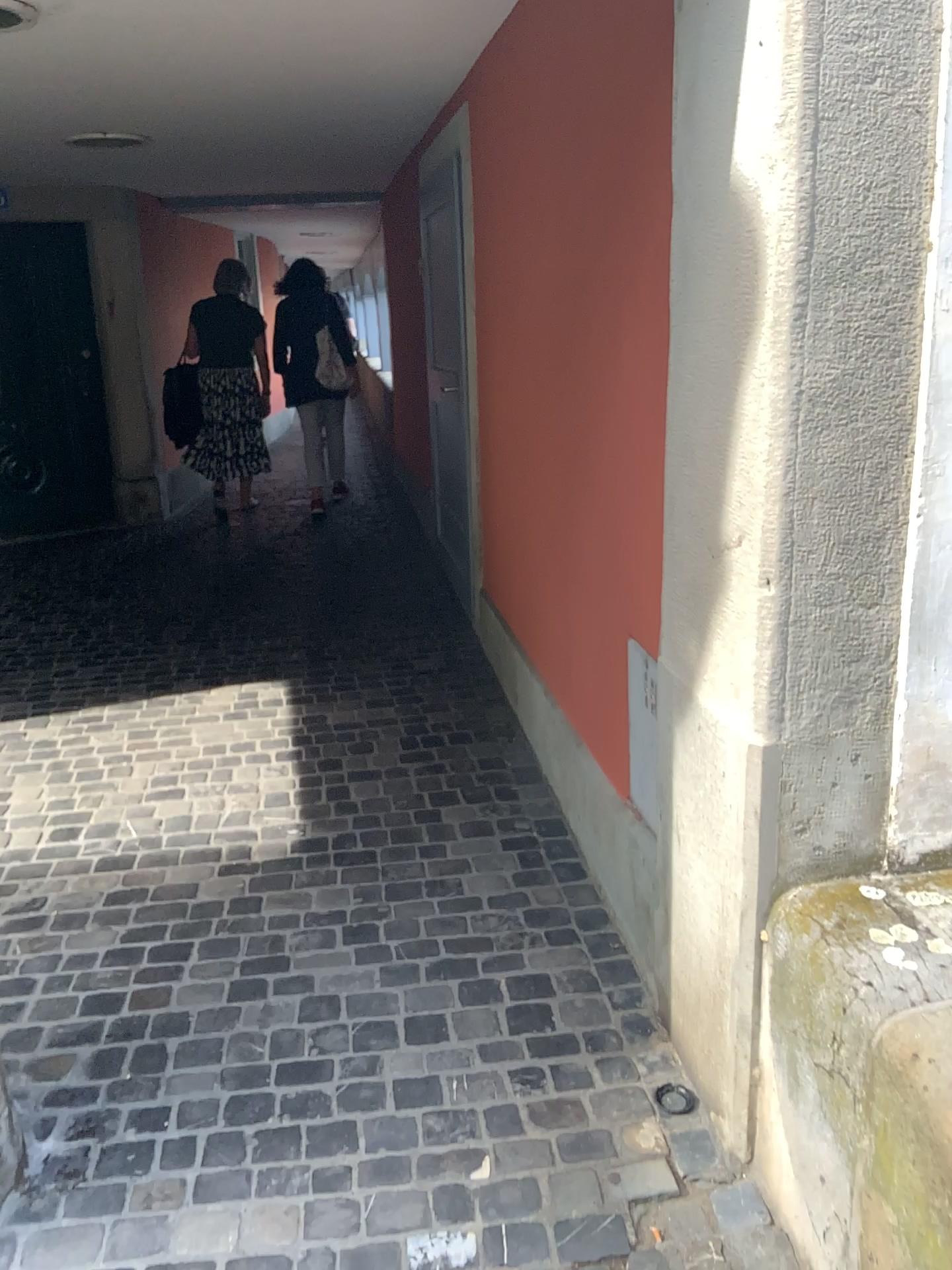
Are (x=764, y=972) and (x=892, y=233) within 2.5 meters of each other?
yes
